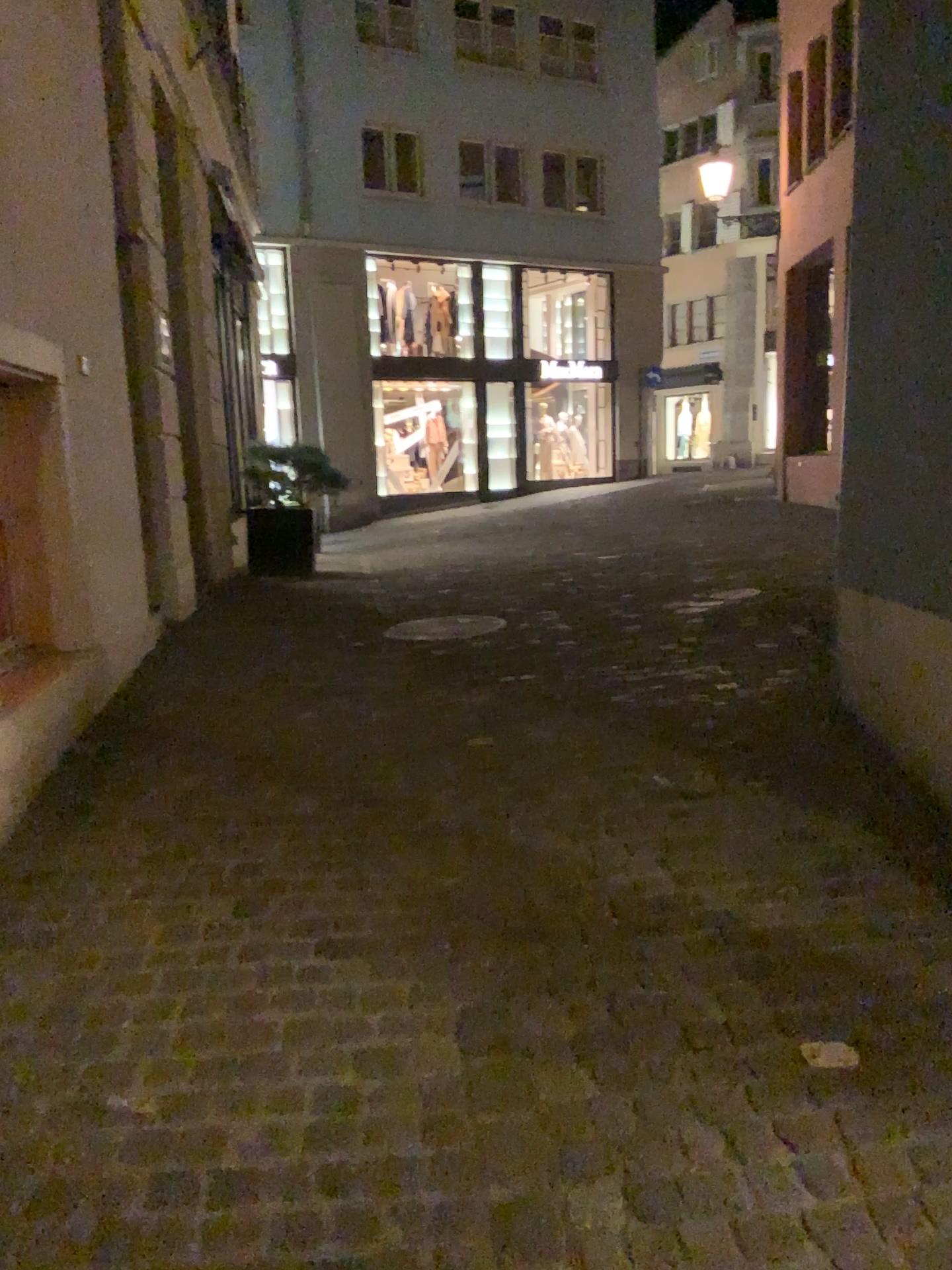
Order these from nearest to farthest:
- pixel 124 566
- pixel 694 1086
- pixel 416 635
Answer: pixel 694 1086 < pixel 124 566 < pixel 416 635
